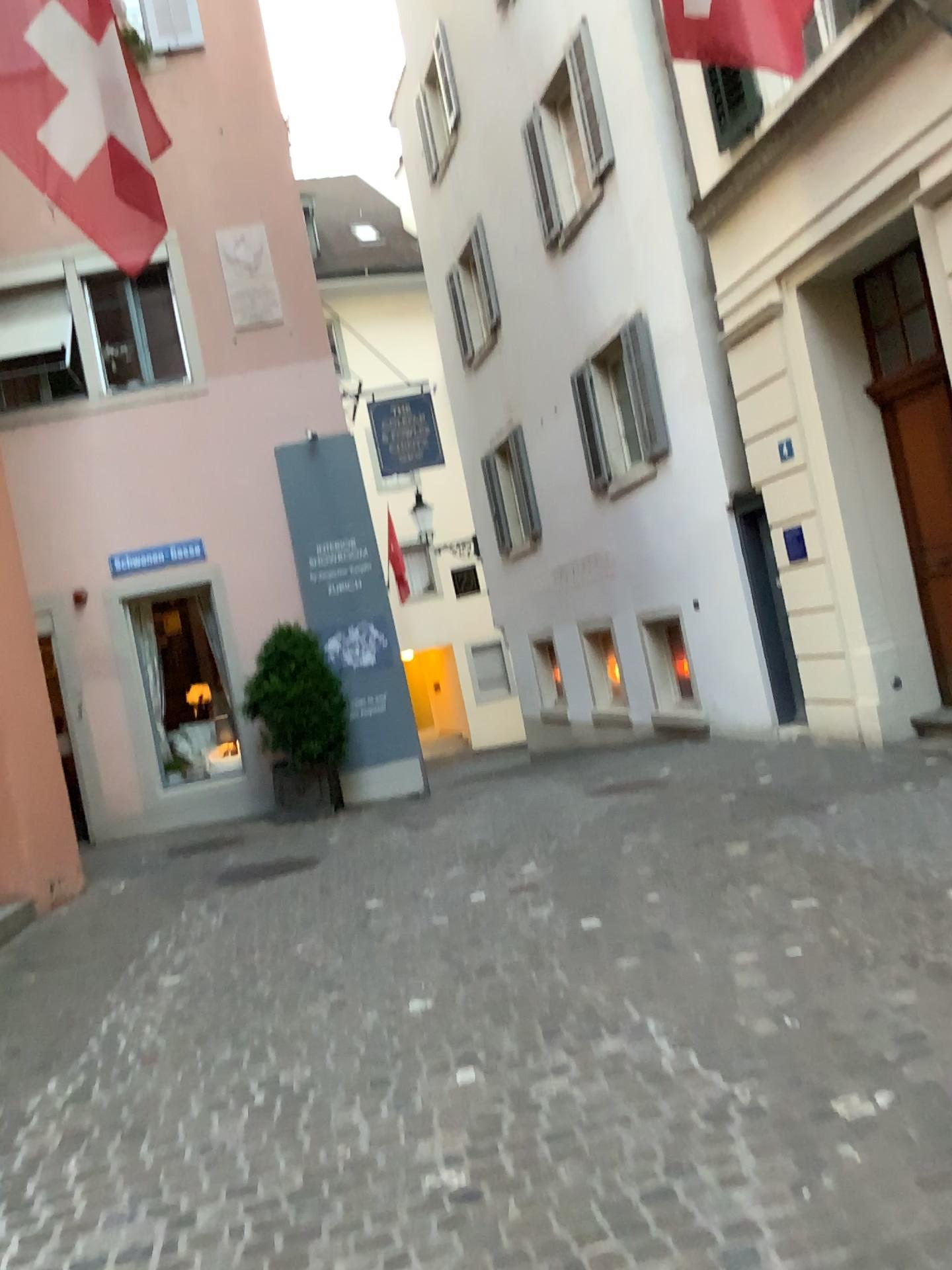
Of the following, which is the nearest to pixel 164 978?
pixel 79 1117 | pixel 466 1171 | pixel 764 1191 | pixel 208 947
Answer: pixel 208 947
